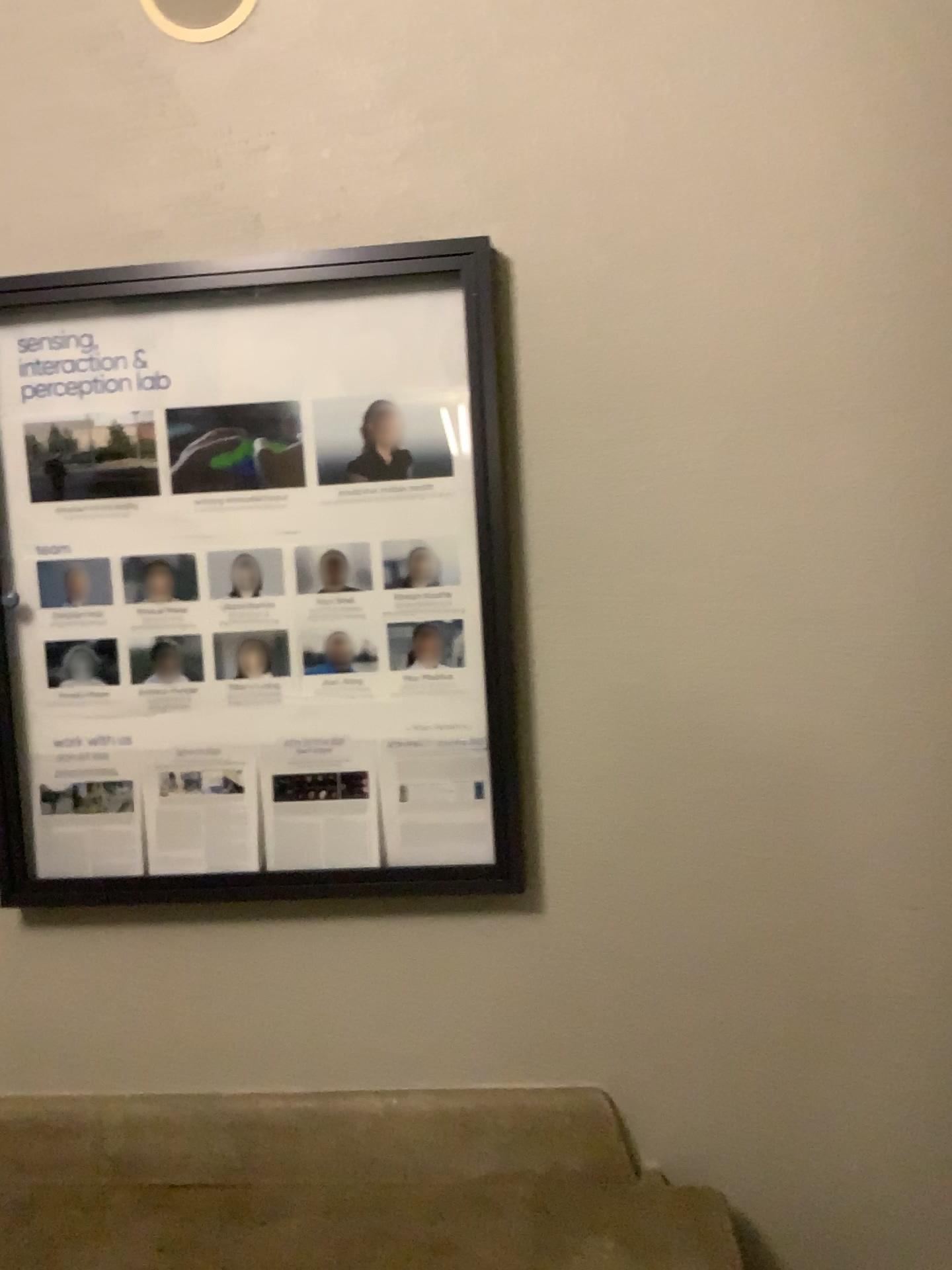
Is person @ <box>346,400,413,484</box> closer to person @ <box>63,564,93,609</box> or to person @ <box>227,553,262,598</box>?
person @ <box>227,553,262,598</box>

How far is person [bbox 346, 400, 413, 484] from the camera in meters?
1.9

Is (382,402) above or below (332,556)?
above

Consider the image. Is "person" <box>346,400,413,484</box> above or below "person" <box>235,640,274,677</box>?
above

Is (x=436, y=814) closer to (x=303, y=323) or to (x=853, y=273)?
(x=303, y=323)

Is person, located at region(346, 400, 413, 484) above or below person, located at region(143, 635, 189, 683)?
above

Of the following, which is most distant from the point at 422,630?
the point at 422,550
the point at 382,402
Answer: the point at 382,402

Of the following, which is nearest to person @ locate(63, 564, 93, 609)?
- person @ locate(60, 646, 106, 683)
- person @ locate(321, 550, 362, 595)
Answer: person @ locate(60, 646, 106, 683)

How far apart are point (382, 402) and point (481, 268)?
0.3m

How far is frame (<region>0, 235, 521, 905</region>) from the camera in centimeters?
180cm
